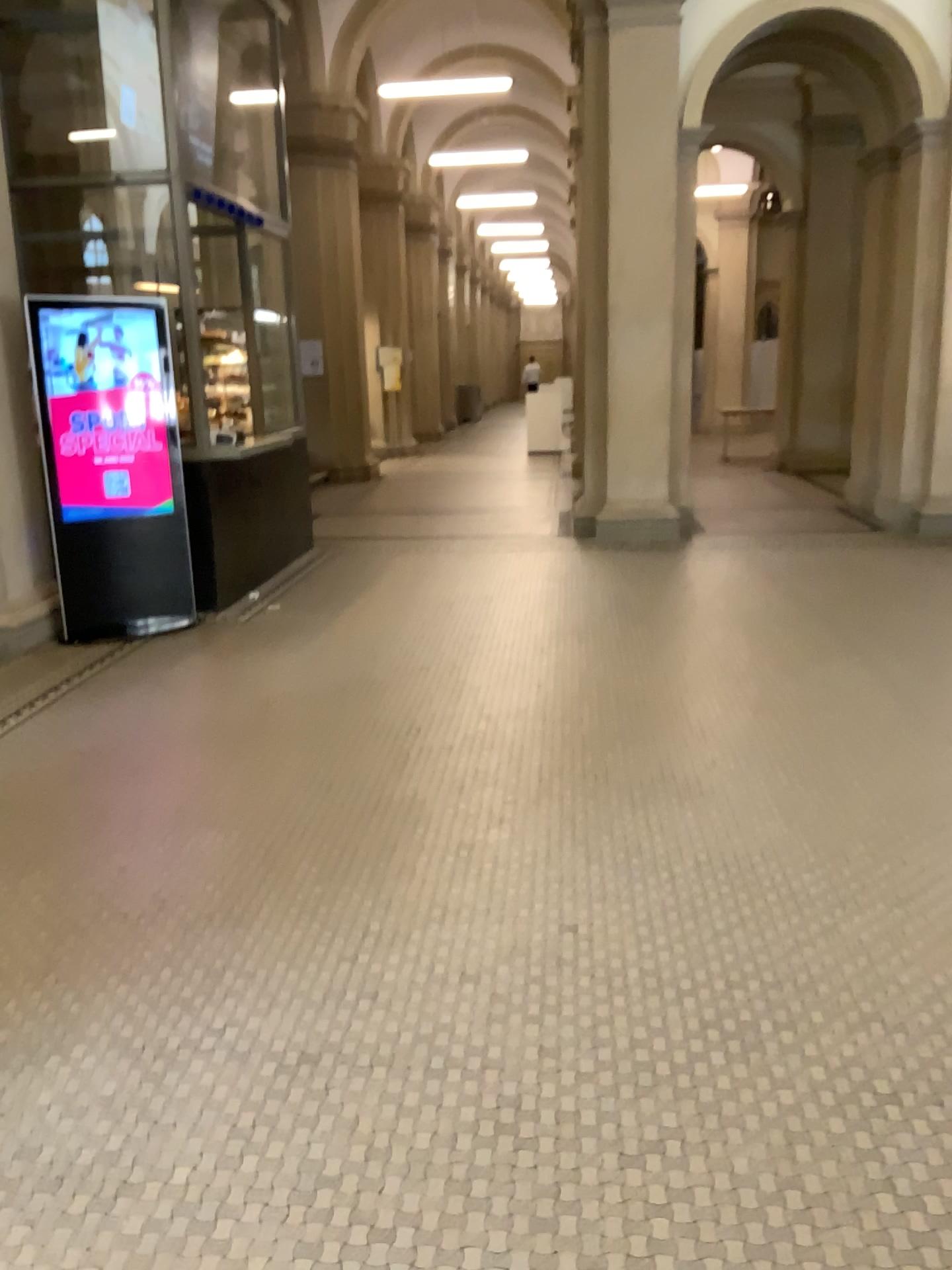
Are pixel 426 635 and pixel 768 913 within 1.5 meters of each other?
no
